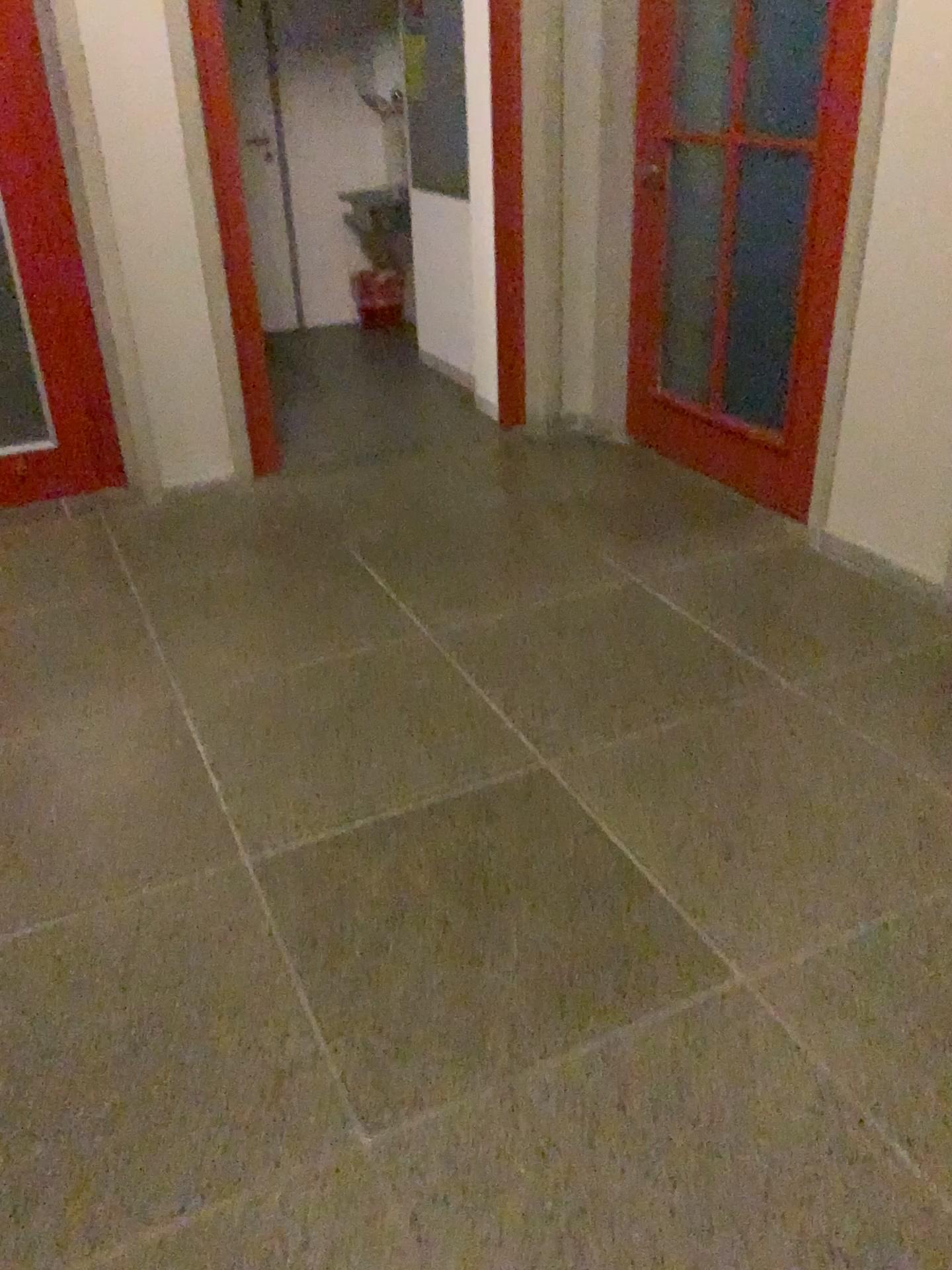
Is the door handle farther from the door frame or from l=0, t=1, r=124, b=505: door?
l=0, t=1, r=124, b=505: door

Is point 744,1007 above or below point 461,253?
below

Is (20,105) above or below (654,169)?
above

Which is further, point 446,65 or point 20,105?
point 446,65

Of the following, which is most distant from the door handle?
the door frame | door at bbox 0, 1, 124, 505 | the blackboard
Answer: door at bbox 0, 1, 124, 505

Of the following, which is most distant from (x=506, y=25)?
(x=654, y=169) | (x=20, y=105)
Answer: (x=20, y=105)

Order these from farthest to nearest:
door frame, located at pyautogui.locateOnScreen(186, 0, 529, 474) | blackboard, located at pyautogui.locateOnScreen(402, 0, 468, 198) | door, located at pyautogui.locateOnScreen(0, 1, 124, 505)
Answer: blackboard, located at pyautogui.locateOnScreen(402, 0, 468, 198), door frame, located at pyautogui.locateOnScreen(186, 0, 529, 474), door, located at pyautogui.locateOnScreen(0, 1, 124, 505)

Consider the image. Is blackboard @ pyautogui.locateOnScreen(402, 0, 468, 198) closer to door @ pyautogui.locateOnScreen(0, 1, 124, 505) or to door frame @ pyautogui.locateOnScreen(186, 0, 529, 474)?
door frame @ pyautogui.locateOnScreen(186, 0, 529, 474)

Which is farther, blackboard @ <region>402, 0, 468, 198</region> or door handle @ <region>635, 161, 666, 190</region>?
blackboard @ <region>402, 0, 468, 198</region>
